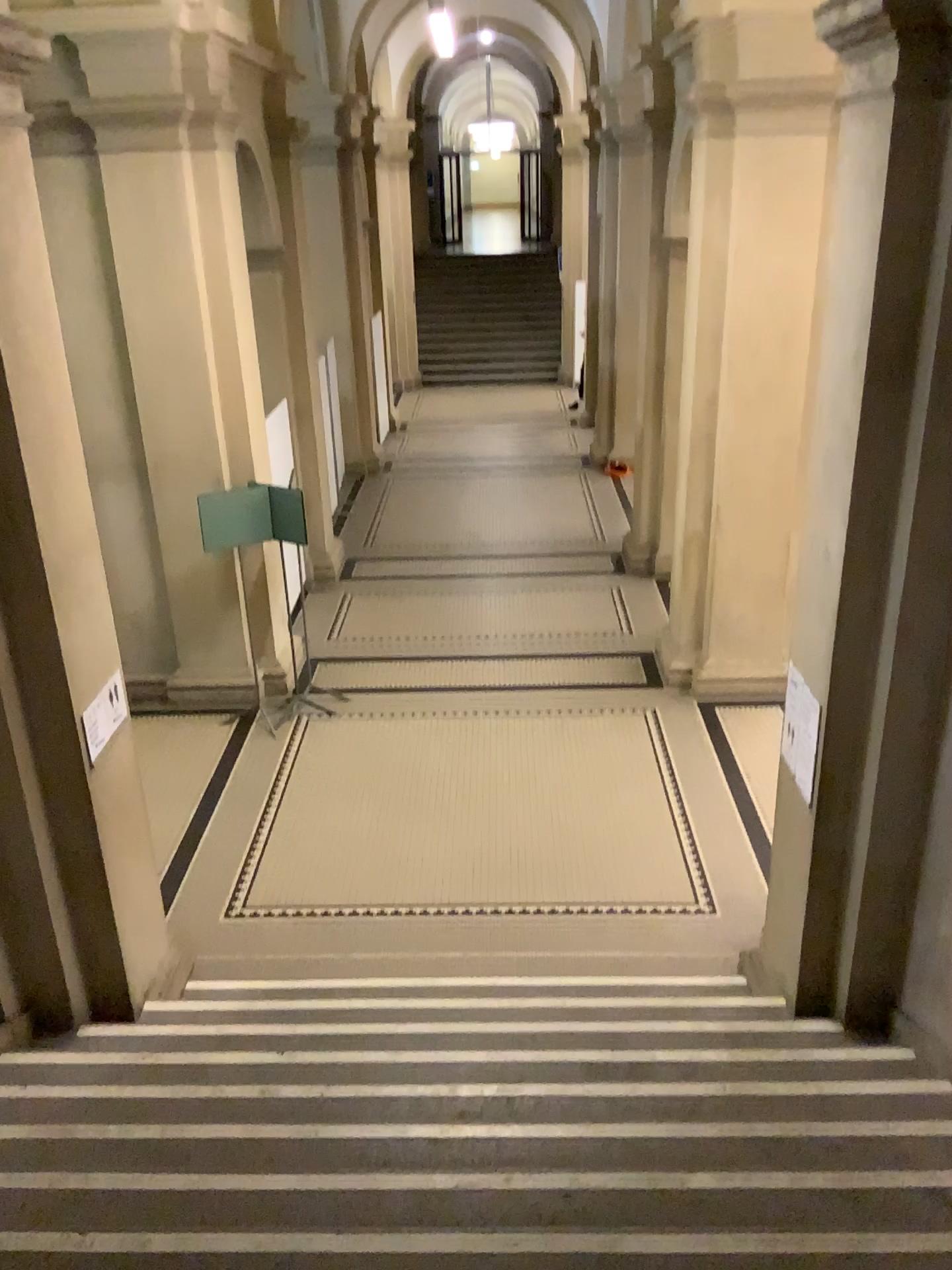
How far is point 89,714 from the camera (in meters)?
4.32

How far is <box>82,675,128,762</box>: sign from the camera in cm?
432

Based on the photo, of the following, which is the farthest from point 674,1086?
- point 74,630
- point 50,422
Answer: point 50,422
